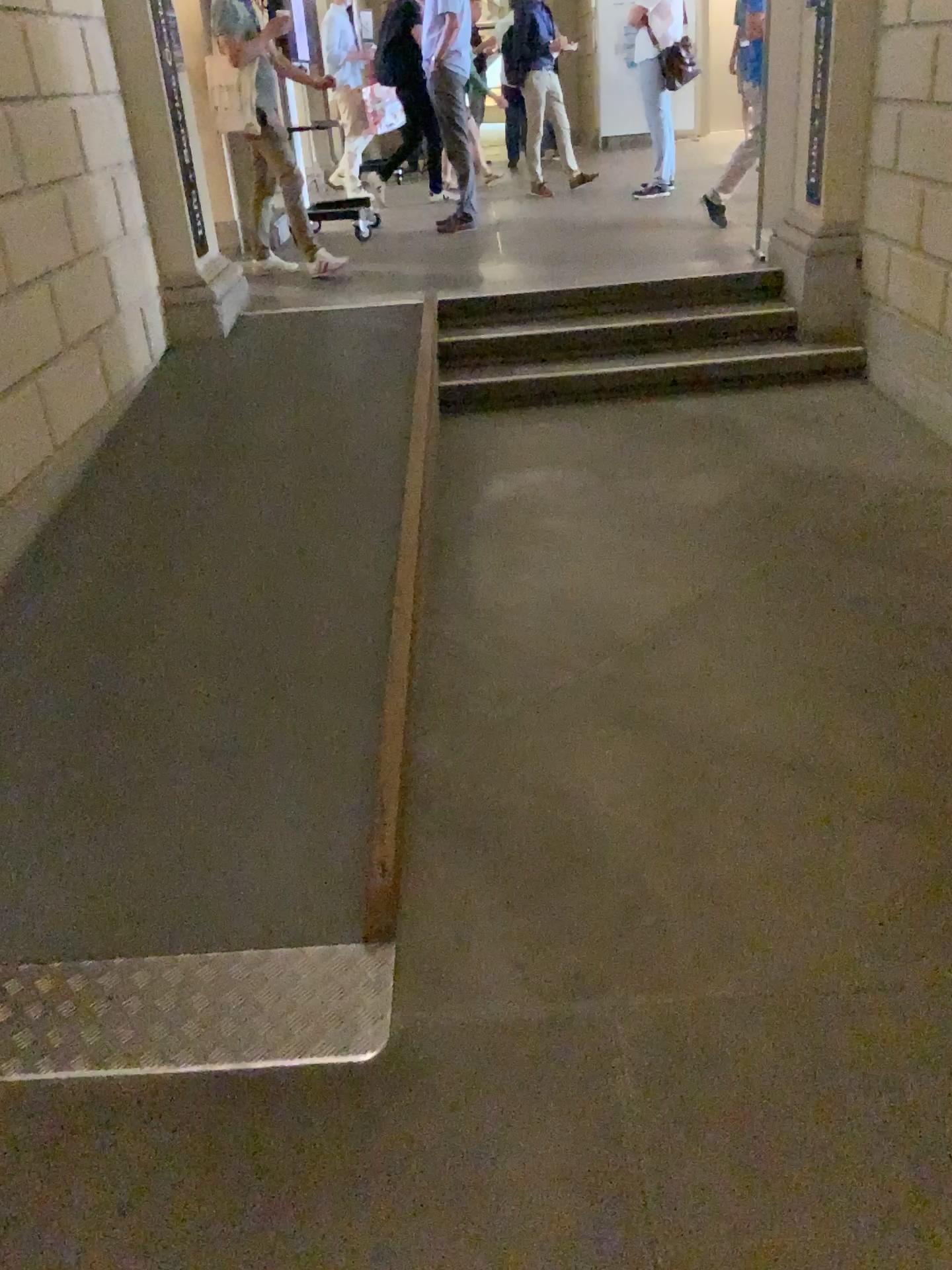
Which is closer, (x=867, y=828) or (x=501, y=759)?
(x=867, y=828)
